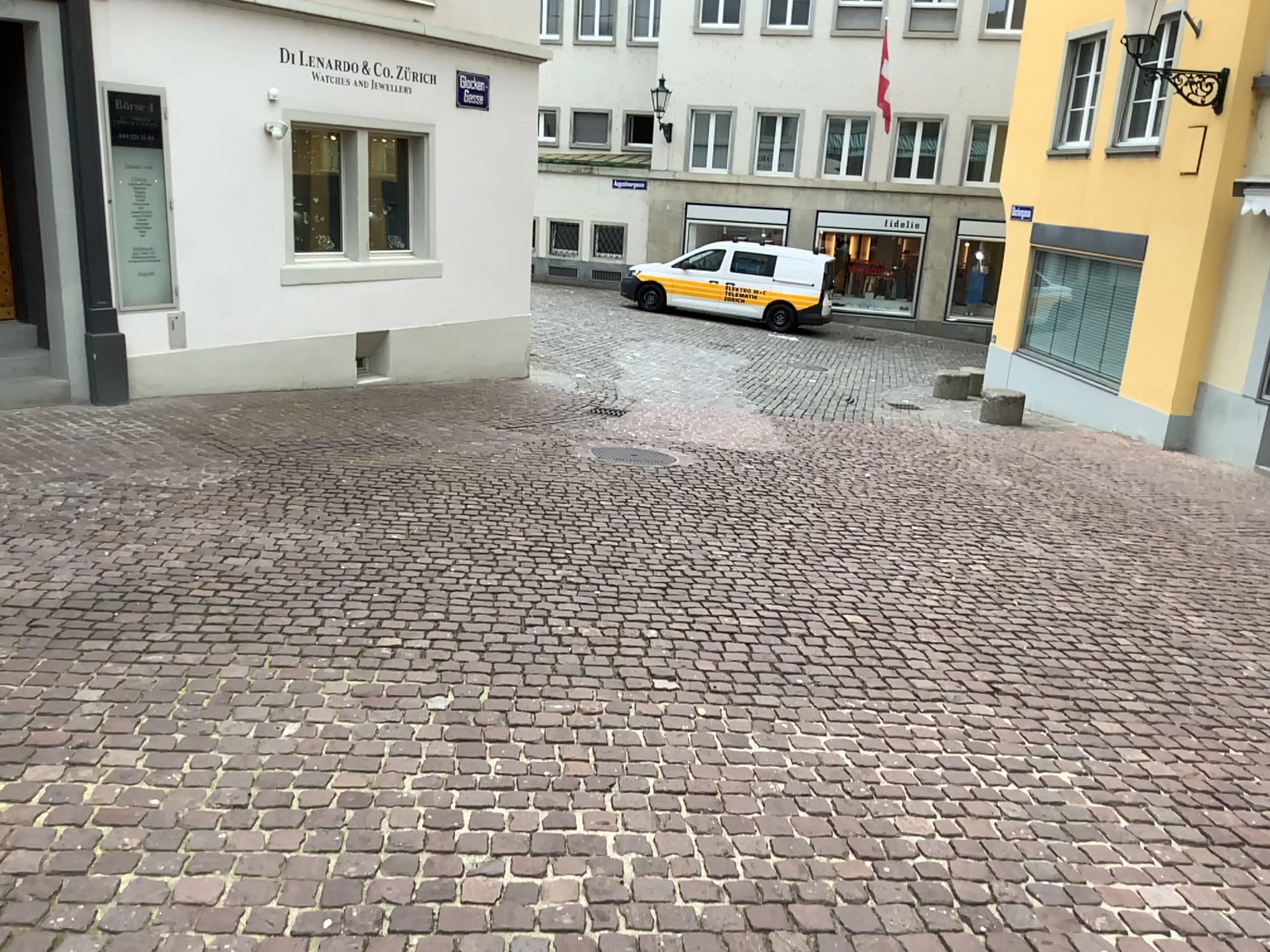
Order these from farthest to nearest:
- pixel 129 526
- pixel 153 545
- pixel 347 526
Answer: pixel 347 526 → pixel 129 526 → pixel 153 545
